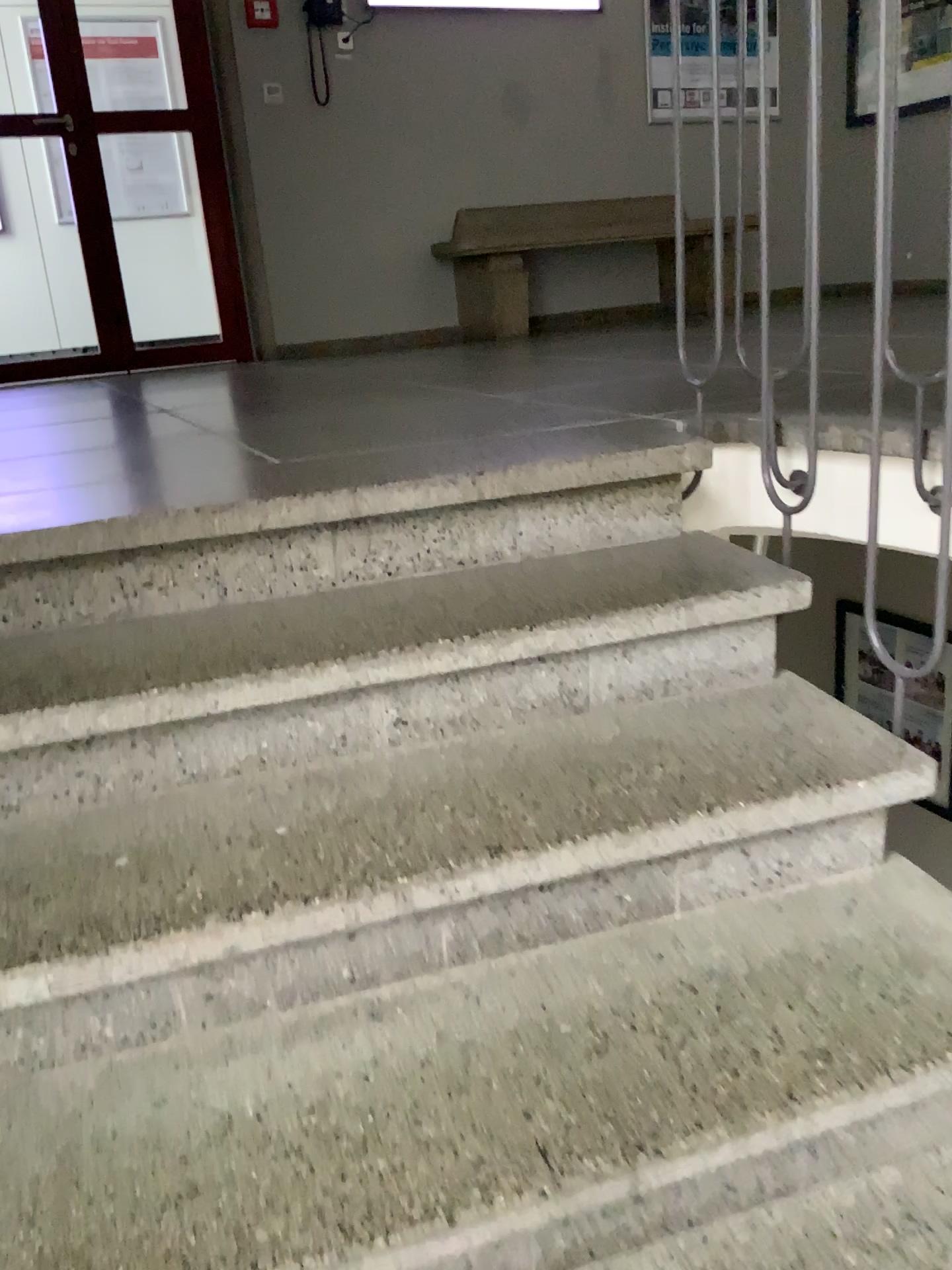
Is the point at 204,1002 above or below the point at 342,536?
below

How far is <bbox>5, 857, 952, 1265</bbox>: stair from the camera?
1.0m

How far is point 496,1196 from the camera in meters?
1.0
